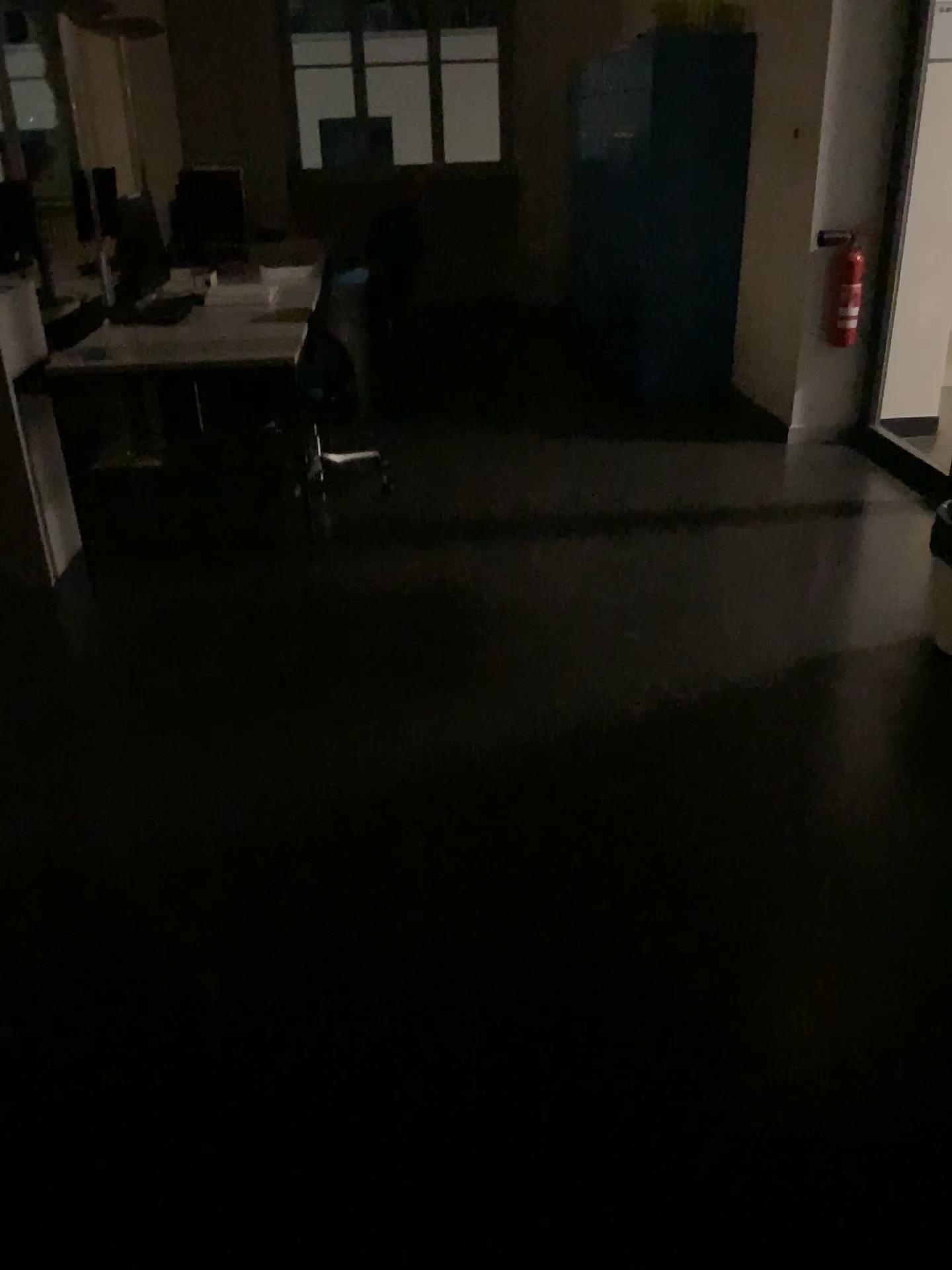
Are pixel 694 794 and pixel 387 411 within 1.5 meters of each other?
no
